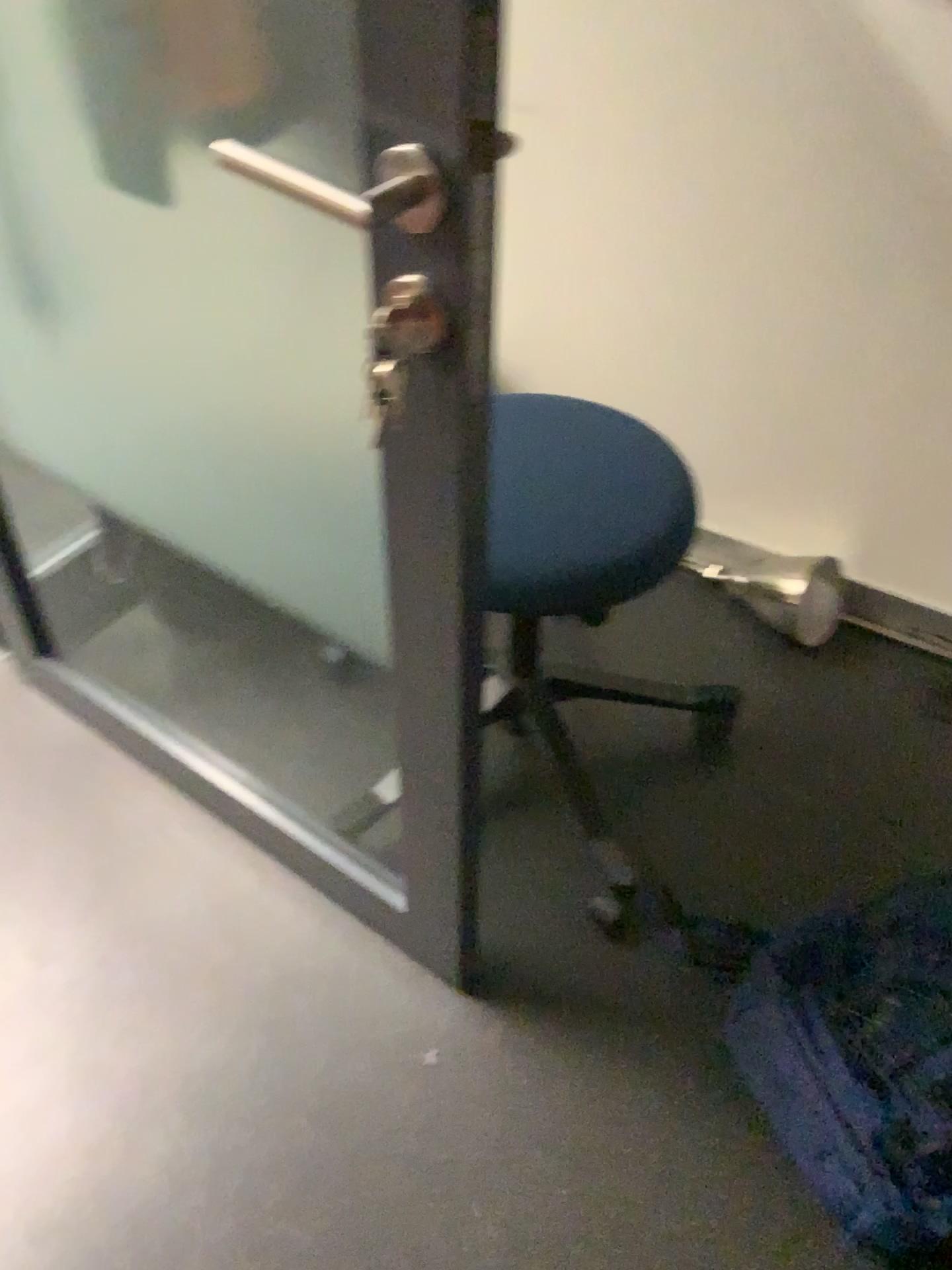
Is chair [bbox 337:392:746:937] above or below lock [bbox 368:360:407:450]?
below

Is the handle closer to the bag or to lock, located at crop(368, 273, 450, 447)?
lock, located at crop(368, 273, 450, 447)

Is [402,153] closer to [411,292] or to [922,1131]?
[411,292]

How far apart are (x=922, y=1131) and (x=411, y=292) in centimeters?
97cm

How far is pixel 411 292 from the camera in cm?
76

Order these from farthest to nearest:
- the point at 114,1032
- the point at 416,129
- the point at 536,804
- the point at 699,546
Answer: the point at 699,546 < the point at 536,804 < the point at 114,1032 < the point at 416,129

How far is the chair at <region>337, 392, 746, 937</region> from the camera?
1.19m

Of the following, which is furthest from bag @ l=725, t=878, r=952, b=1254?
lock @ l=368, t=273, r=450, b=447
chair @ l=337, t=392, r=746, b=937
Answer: lock @ l=368, t=273, r=450, b=447

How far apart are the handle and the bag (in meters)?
0.94

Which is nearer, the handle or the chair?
the handle
